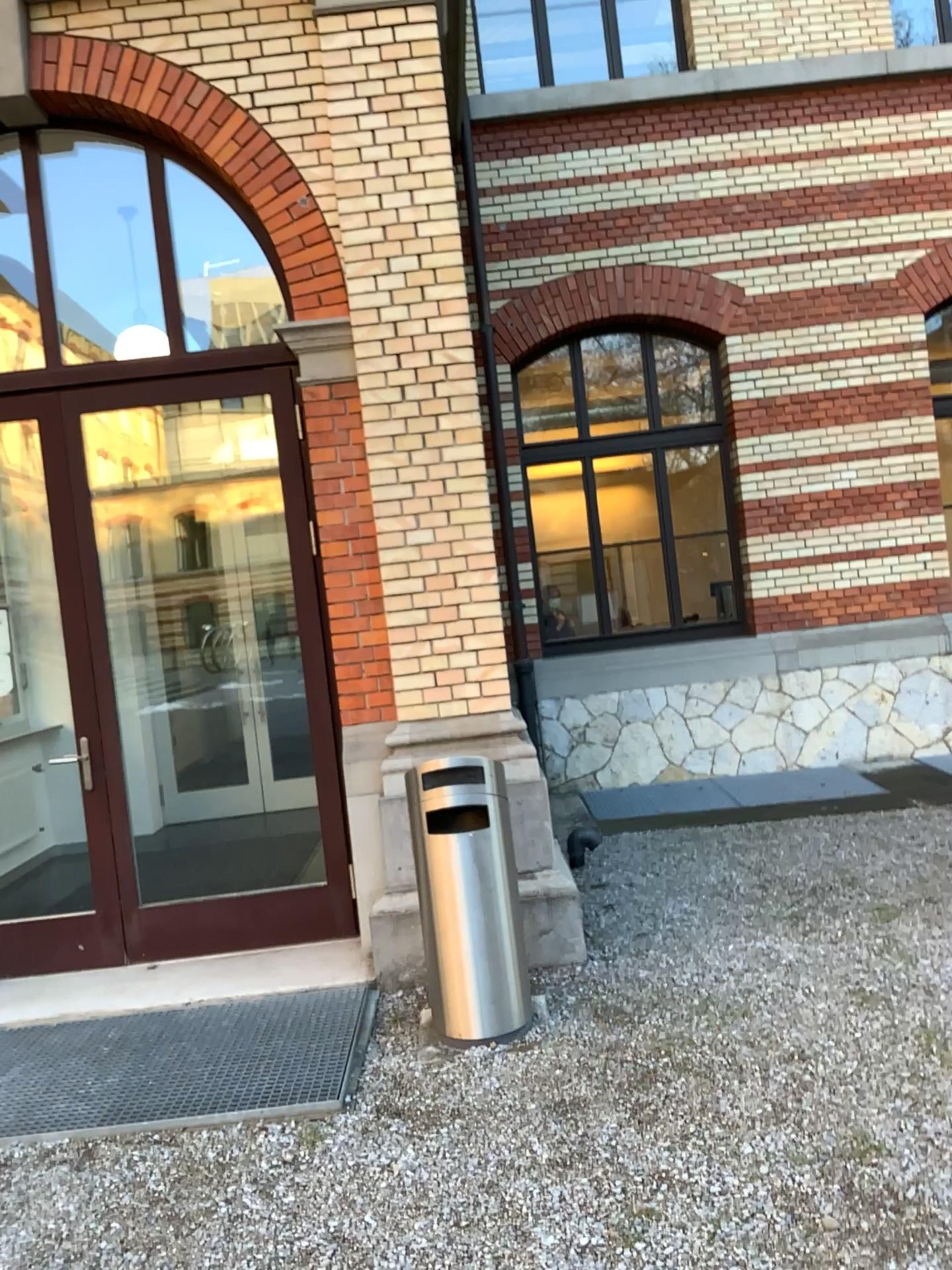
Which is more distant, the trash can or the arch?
the arch

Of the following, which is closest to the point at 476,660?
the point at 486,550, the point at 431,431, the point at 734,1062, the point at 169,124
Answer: the point at 486,550

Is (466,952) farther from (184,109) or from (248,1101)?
(184,109)

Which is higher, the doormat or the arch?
the arch

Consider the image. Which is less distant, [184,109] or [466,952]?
[466,952]

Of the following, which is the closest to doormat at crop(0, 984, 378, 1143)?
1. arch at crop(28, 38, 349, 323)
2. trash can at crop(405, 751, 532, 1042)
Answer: trash can at crop(405, 751, 532, 1042)

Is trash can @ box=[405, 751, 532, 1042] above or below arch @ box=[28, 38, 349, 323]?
below

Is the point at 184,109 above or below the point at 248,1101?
above

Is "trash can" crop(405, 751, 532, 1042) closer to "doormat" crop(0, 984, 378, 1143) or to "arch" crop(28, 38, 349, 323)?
"doormat" crop(0, 984, 378, 1143)
